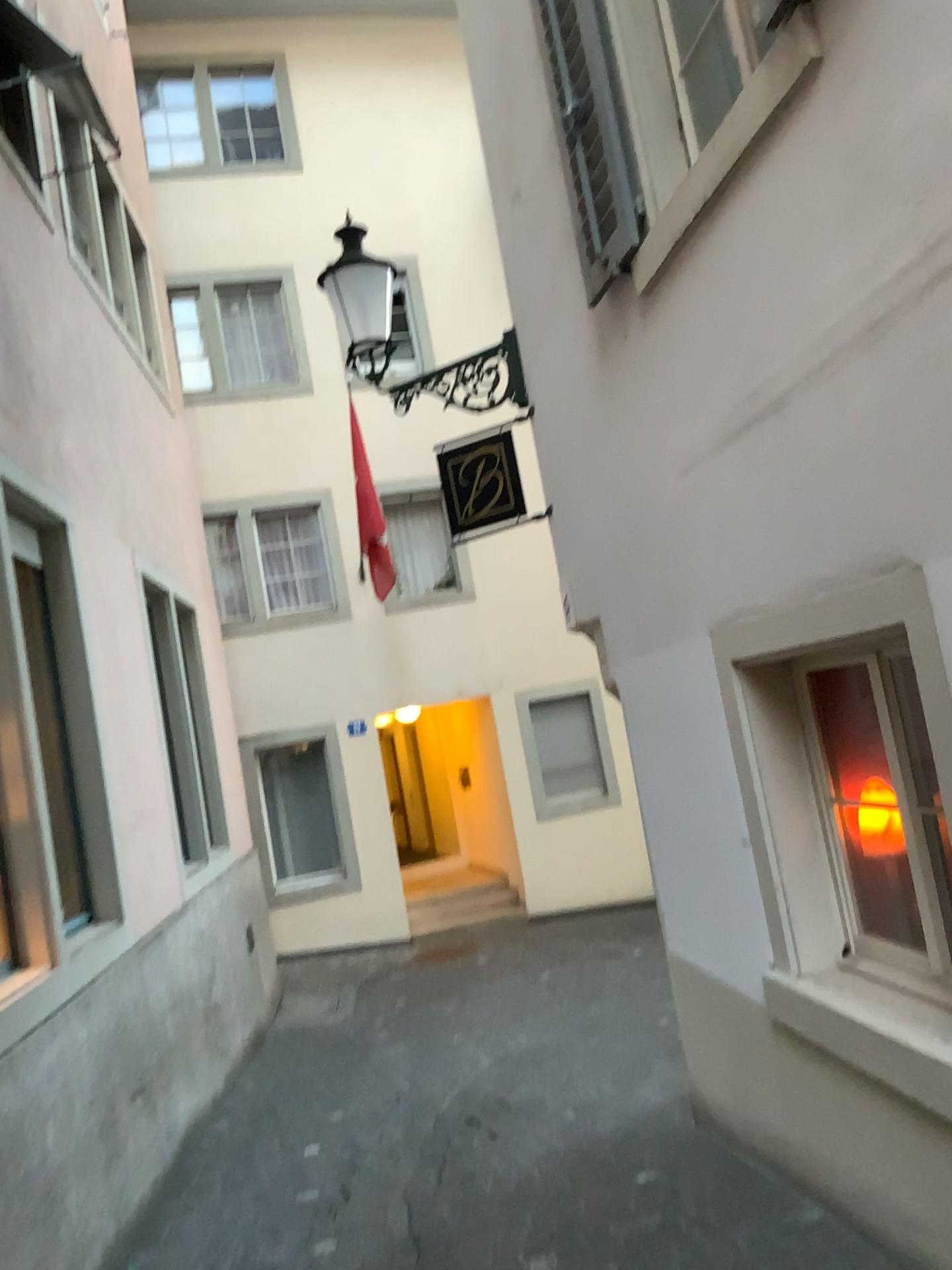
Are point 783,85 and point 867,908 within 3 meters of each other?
yes
